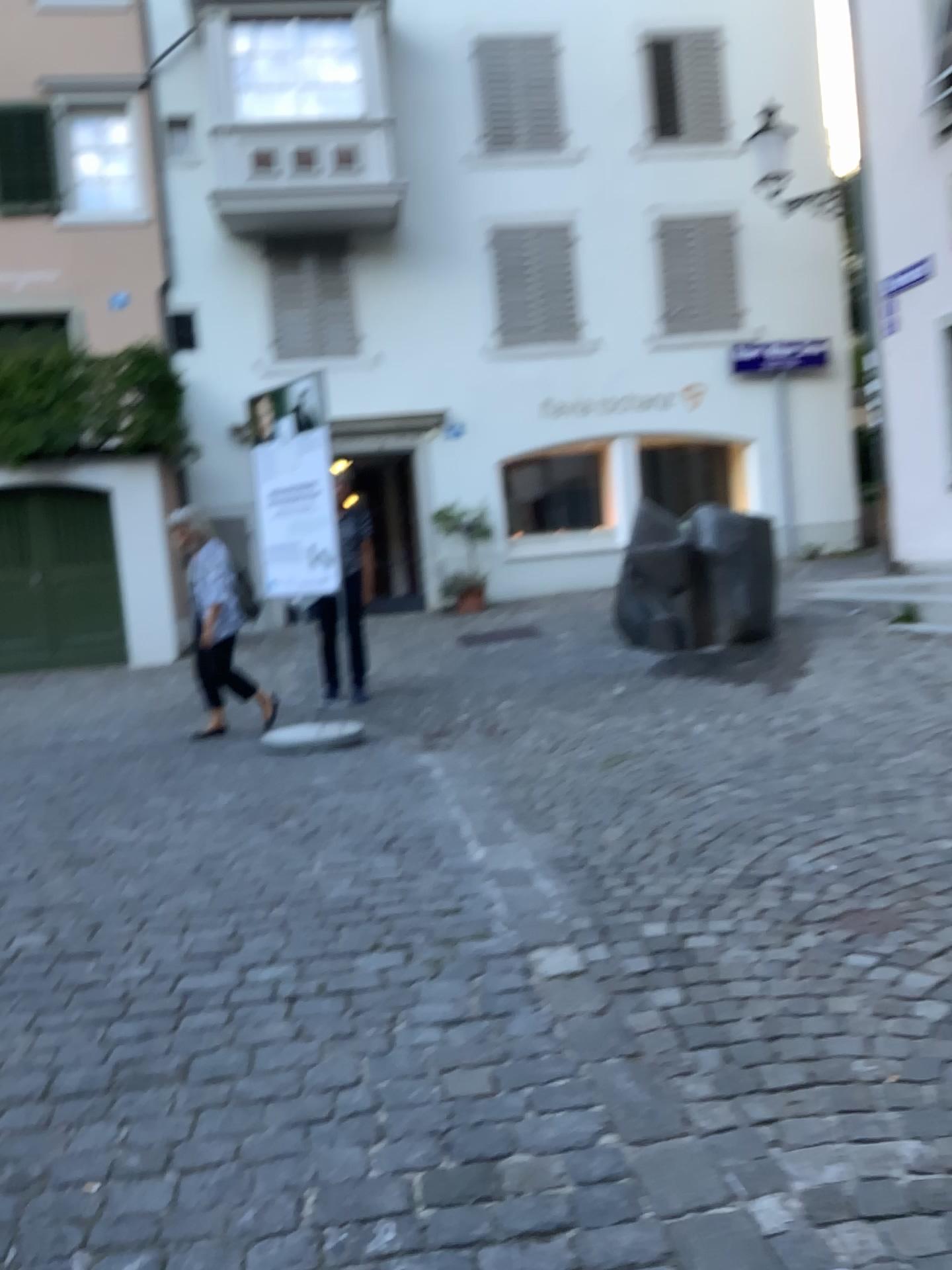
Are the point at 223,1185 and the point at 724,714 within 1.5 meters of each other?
no
